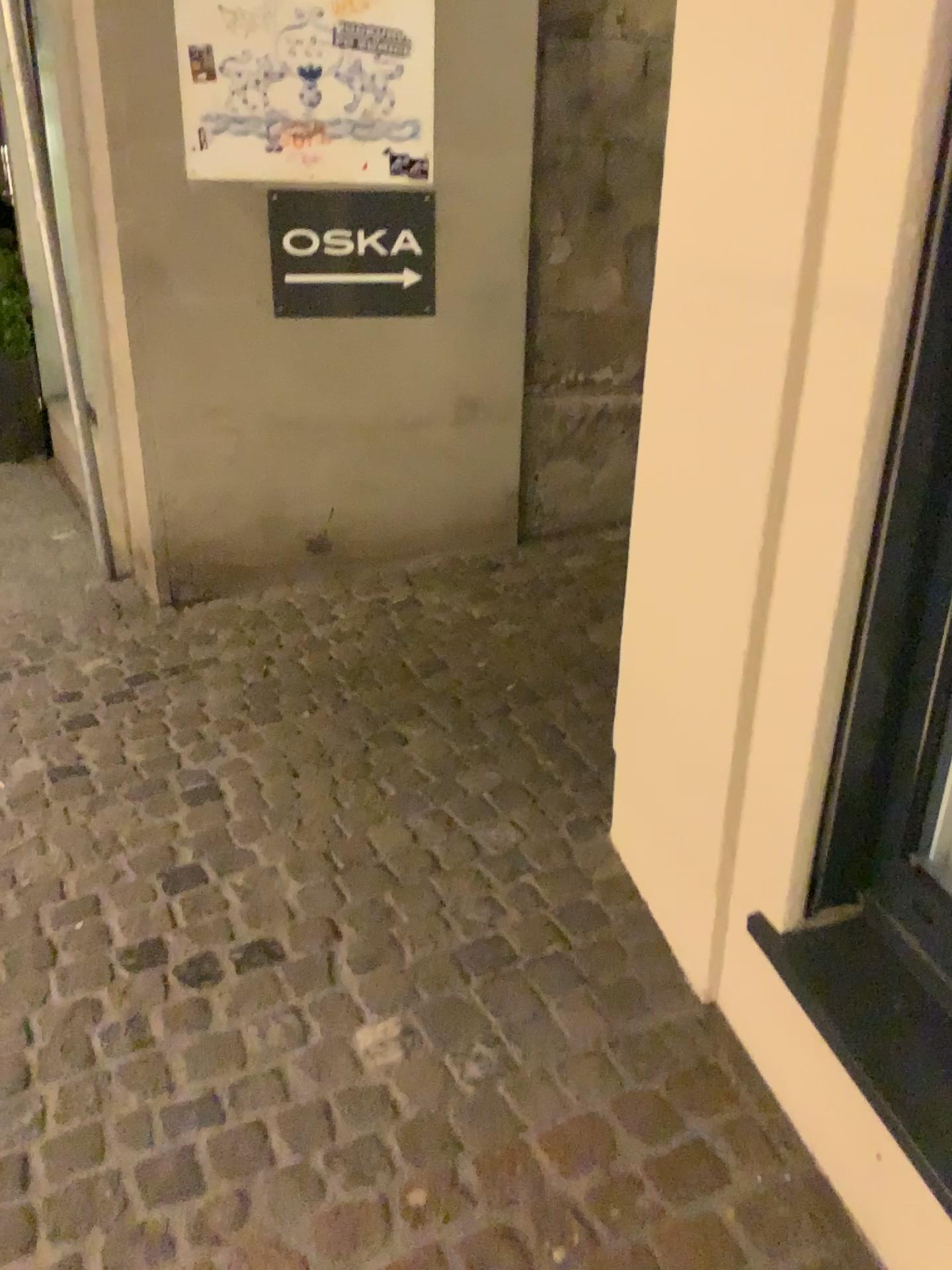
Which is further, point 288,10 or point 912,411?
point 288,10

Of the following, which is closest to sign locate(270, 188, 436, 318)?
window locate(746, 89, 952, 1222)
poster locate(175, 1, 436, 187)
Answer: poster locate(175, 1, 436, 187)

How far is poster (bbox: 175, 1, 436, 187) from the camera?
3.20m

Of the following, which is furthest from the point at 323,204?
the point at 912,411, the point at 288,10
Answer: the point at 912,411

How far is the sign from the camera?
3.4m

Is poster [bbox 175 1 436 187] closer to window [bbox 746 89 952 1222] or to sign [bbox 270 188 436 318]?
sign [bbox 270 188 436 318]

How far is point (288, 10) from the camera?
3.2m

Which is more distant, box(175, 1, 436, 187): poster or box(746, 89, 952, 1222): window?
box(175, 1, 436, 187): poster

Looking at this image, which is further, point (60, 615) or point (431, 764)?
point (60, 615)
